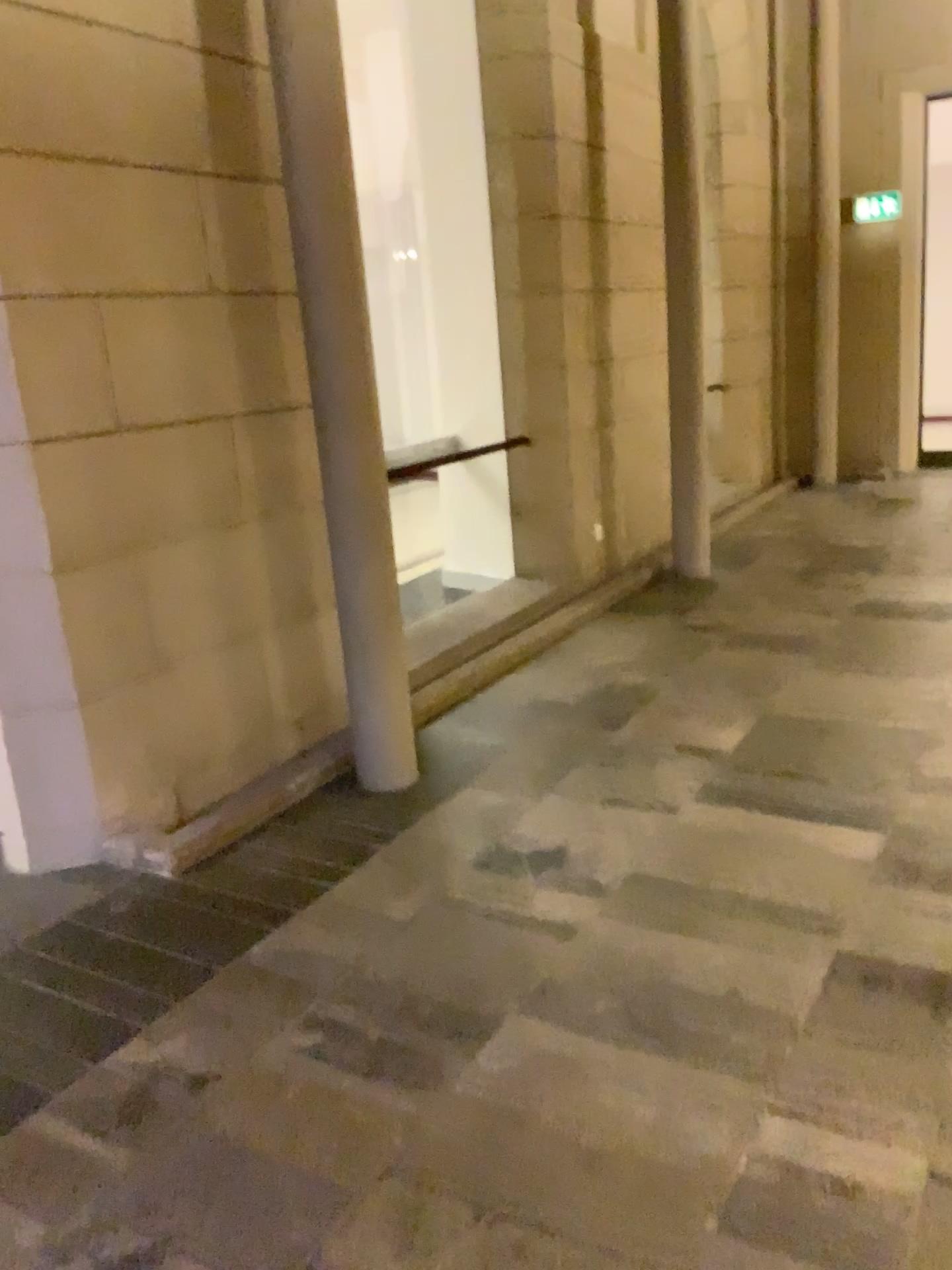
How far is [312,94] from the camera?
3.3 meters

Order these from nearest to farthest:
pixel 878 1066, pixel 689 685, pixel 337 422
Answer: pixel 878 1066 < pixel 337 422 < pixel 689 685

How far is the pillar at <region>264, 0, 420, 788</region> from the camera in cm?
328
